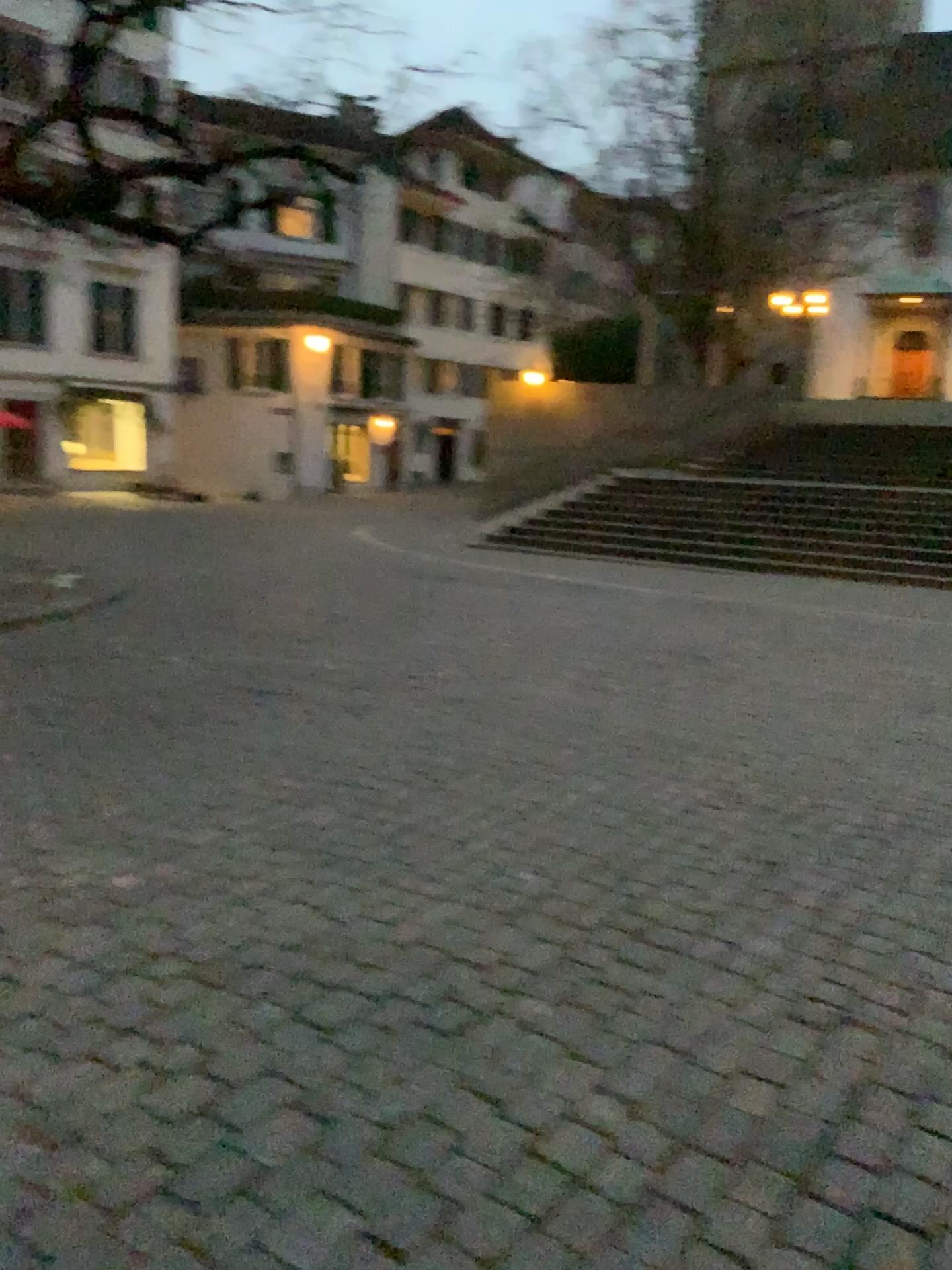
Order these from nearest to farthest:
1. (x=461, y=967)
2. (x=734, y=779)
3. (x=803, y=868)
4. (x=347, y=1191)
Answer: (x=347, y=1191)
(x=461, y=967)
(x=803, y=868)
(x=734, y=779)
